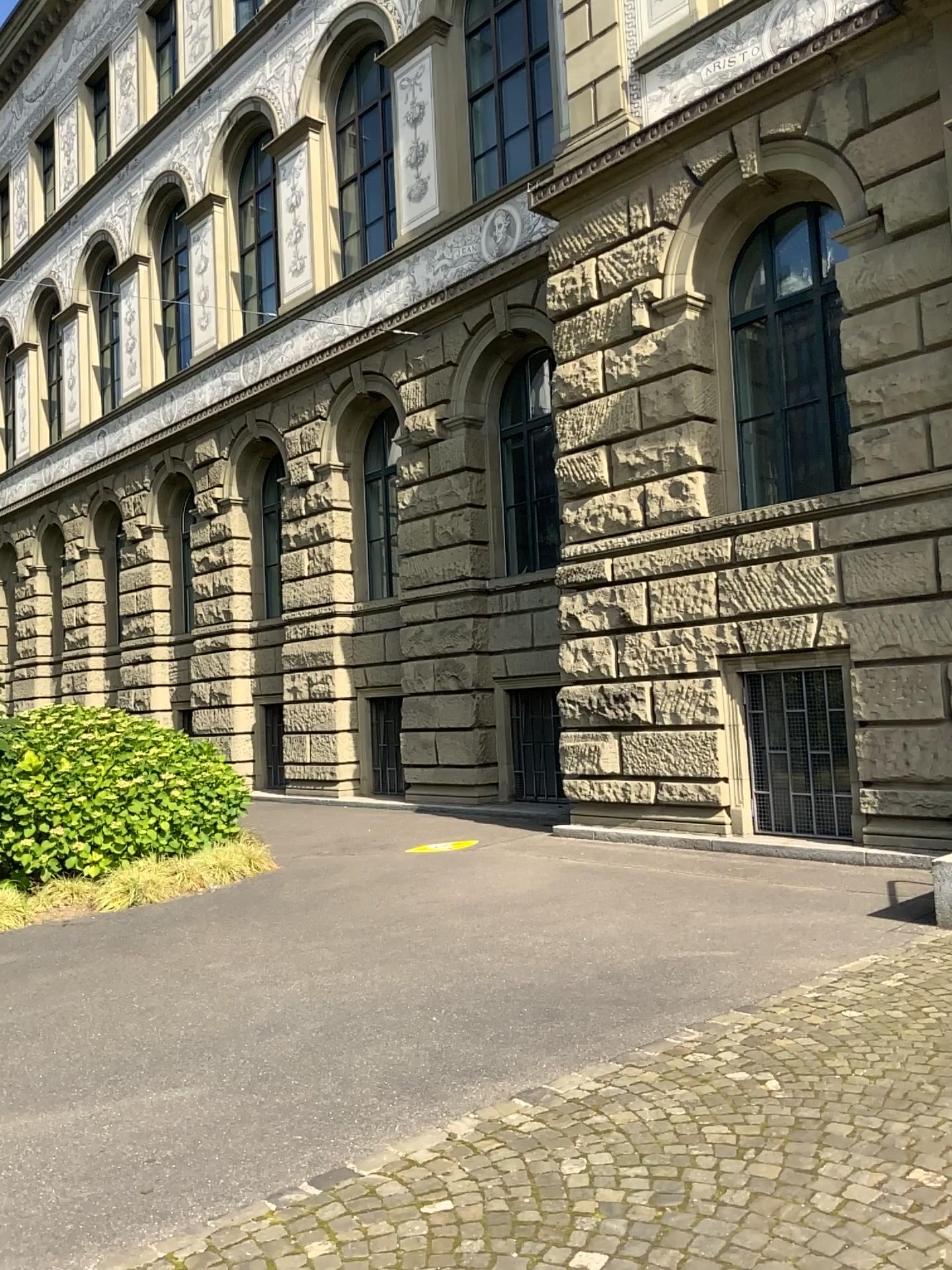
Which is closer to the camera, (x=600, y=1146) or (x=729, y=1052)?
(x=600, y=1146)
